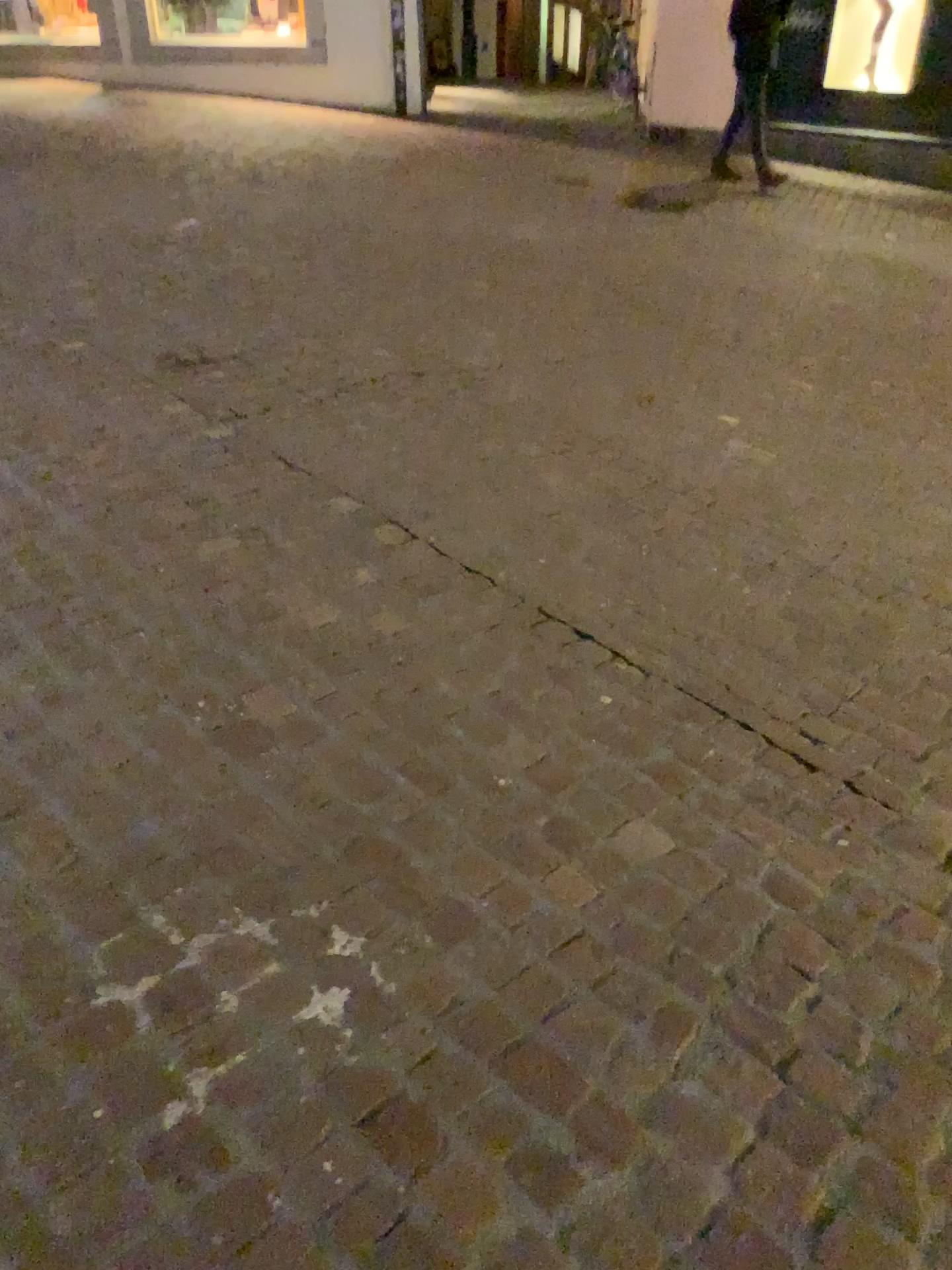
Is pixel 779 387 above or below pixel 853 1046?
below
